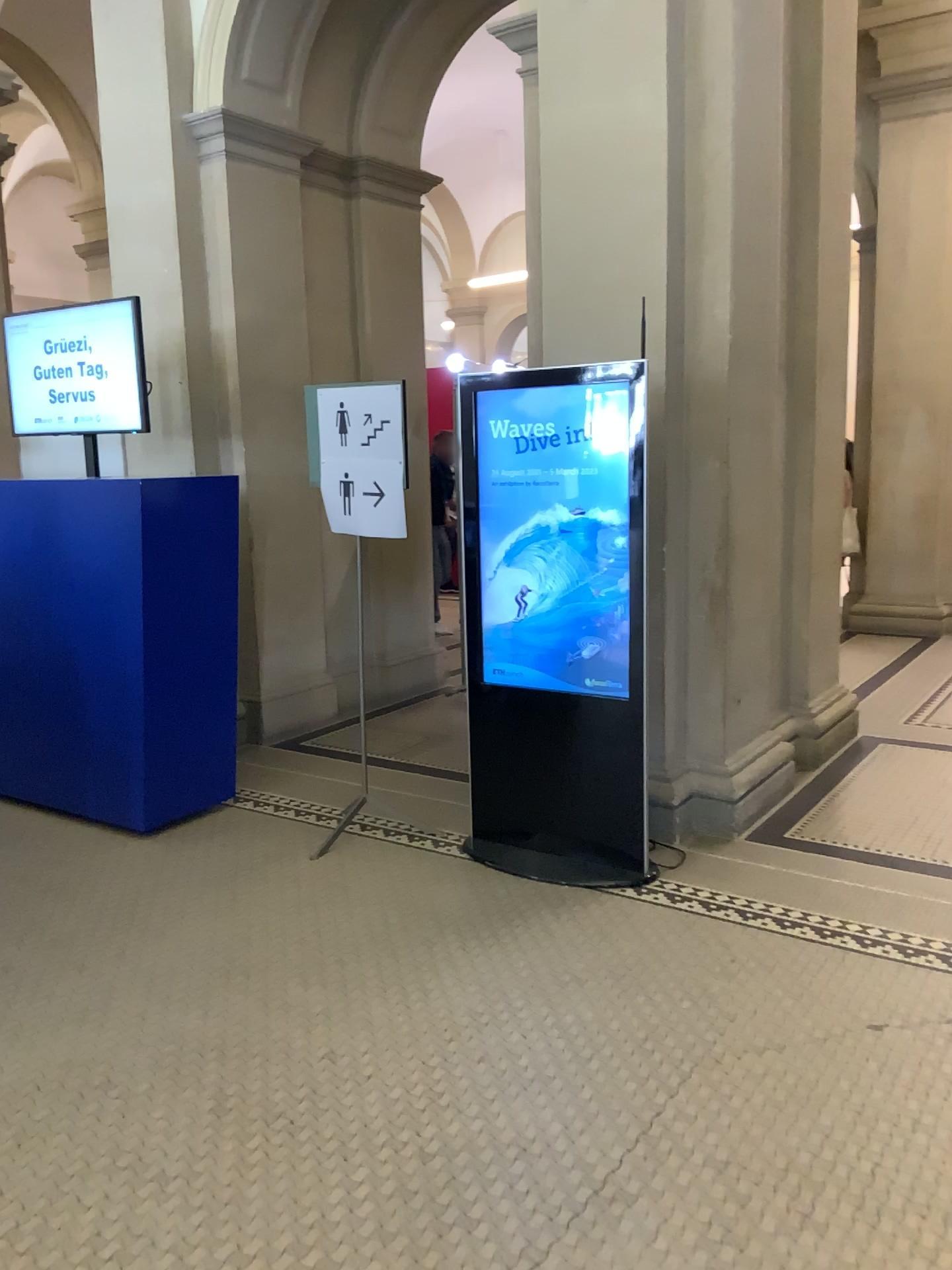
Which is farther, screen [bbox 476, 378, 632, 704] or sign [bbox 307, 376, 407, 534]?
sign [bbox 307, 376, 407, 534]

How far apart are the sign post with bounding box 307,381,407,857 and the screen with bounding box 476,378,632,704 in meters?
0.4

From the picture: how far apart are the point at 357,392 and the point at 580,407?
0.90m

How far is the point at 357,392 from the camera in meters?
4.0

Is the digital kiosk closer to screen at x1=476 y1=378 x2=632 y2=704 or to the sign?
screen at x1=476 y1=378 x2=632 y2=704

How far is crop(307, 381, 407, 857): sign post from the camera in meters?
4.0 m

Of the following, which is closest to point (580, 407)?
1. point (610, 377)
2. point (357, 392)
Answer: point (610, 377)

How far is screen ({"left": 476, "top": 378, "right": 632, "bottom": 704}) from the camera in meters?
3.7

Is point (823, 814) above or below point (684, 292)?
below

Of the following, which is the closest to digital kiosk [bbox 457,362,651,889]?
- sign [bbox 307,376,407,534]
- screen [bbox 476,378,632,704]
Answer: screen [bbox 476,378,632,704]
